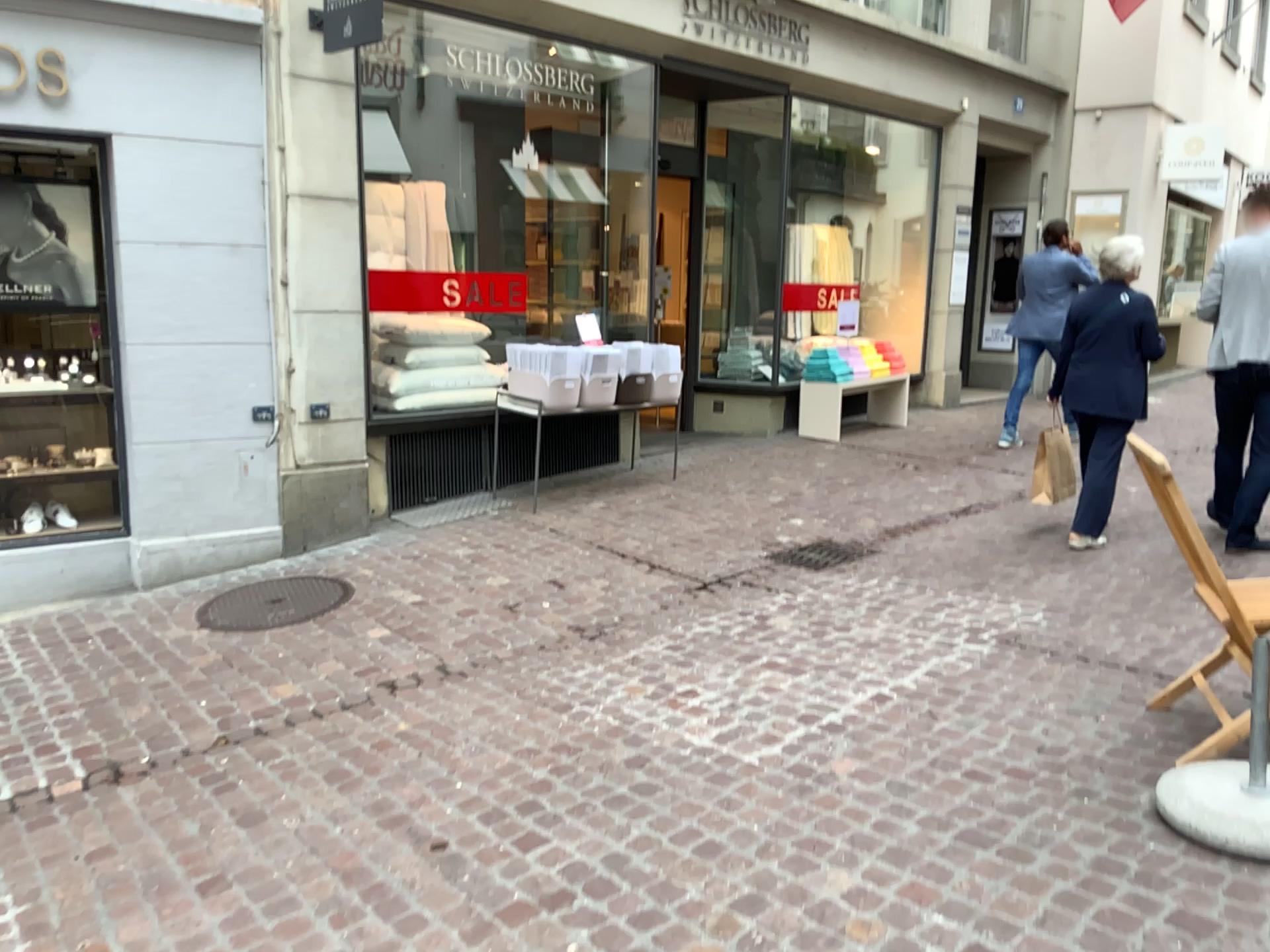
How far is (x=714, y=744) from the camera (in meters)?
3.29
